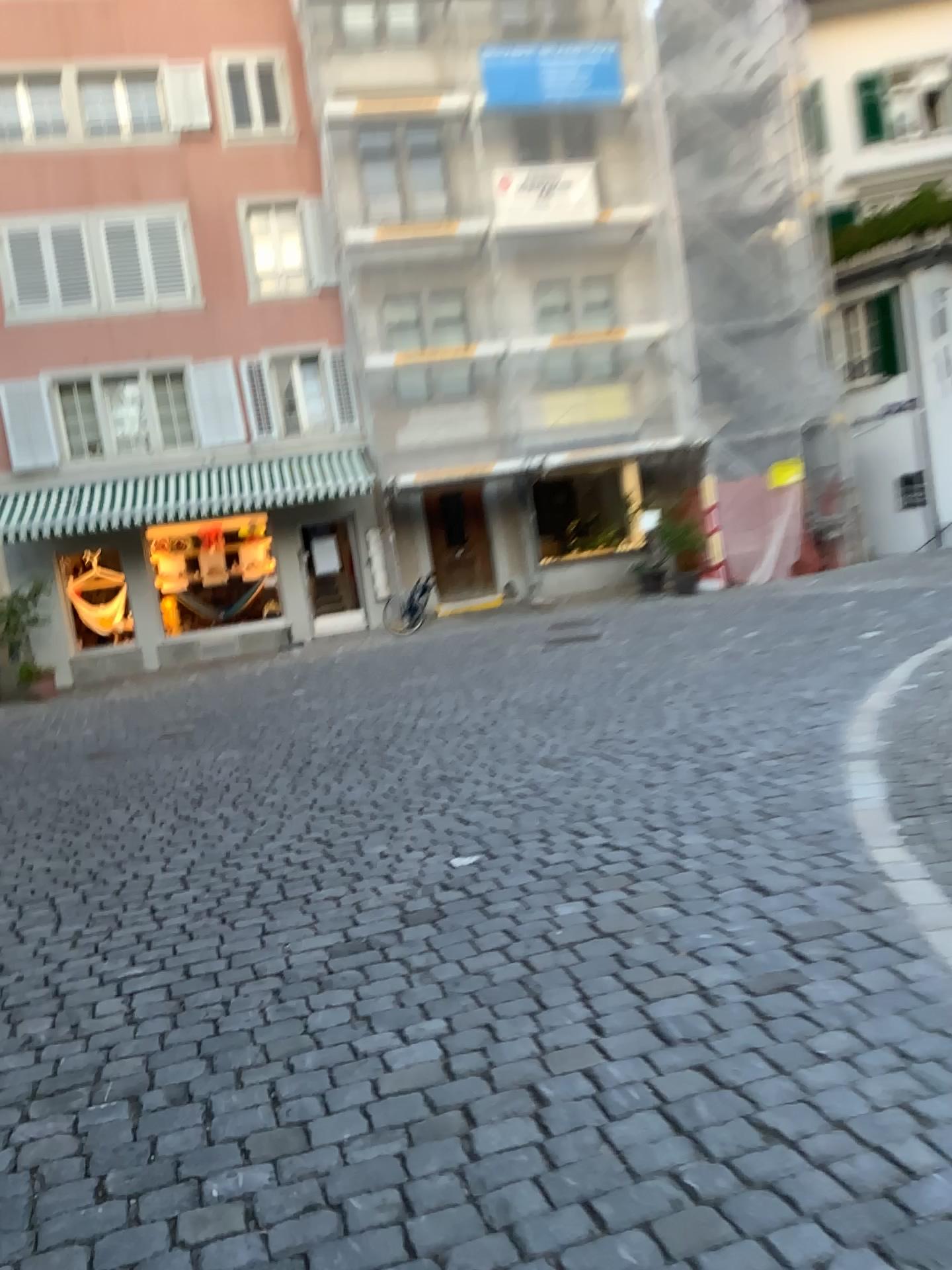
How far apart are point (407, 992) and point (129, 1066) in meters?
0.8
